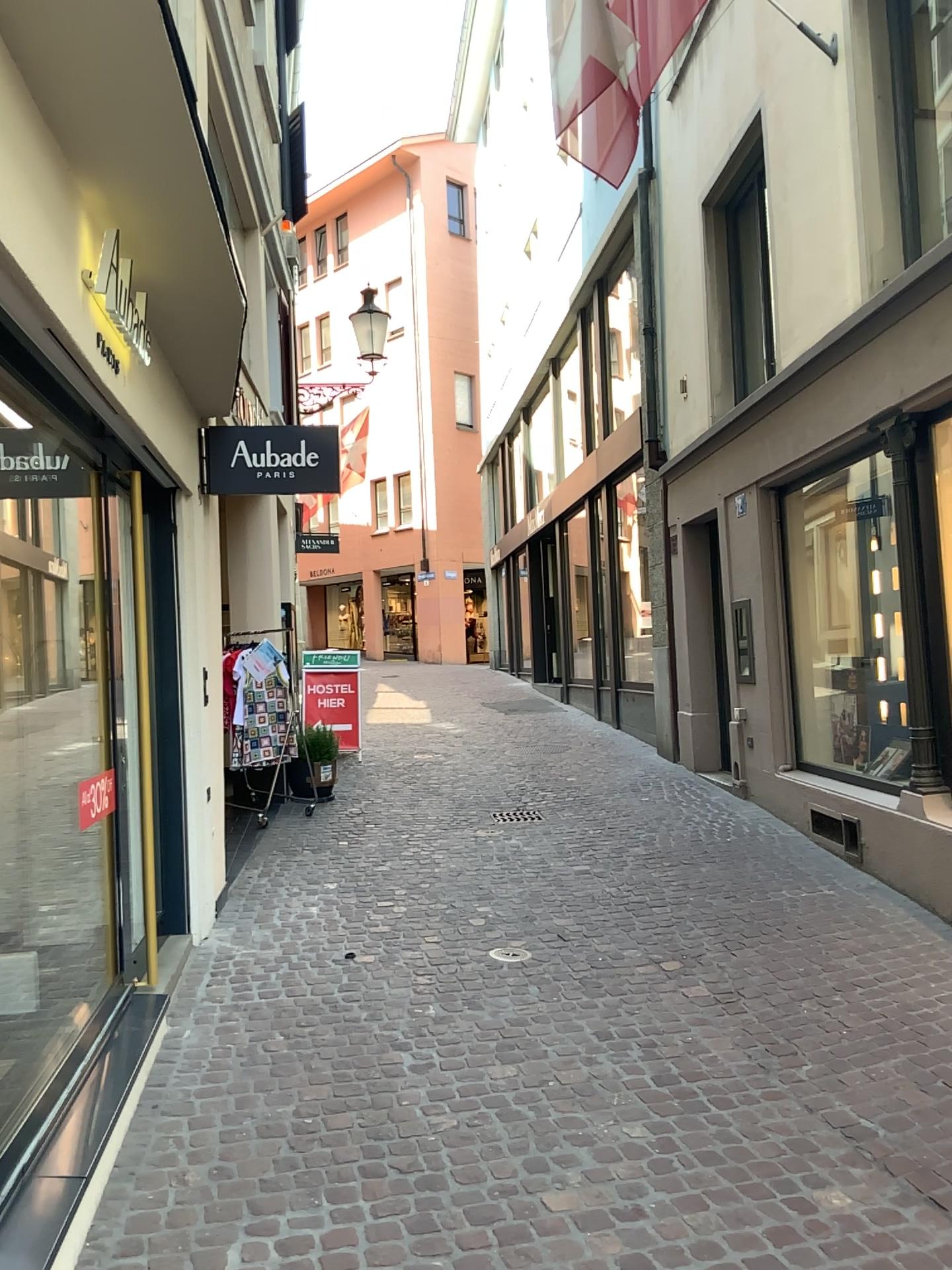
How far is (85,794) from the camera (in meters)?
4.16

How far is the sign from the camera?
4.2m

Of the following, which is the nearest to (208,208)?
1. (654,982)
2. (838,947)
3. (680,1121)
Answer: (680,1121)
